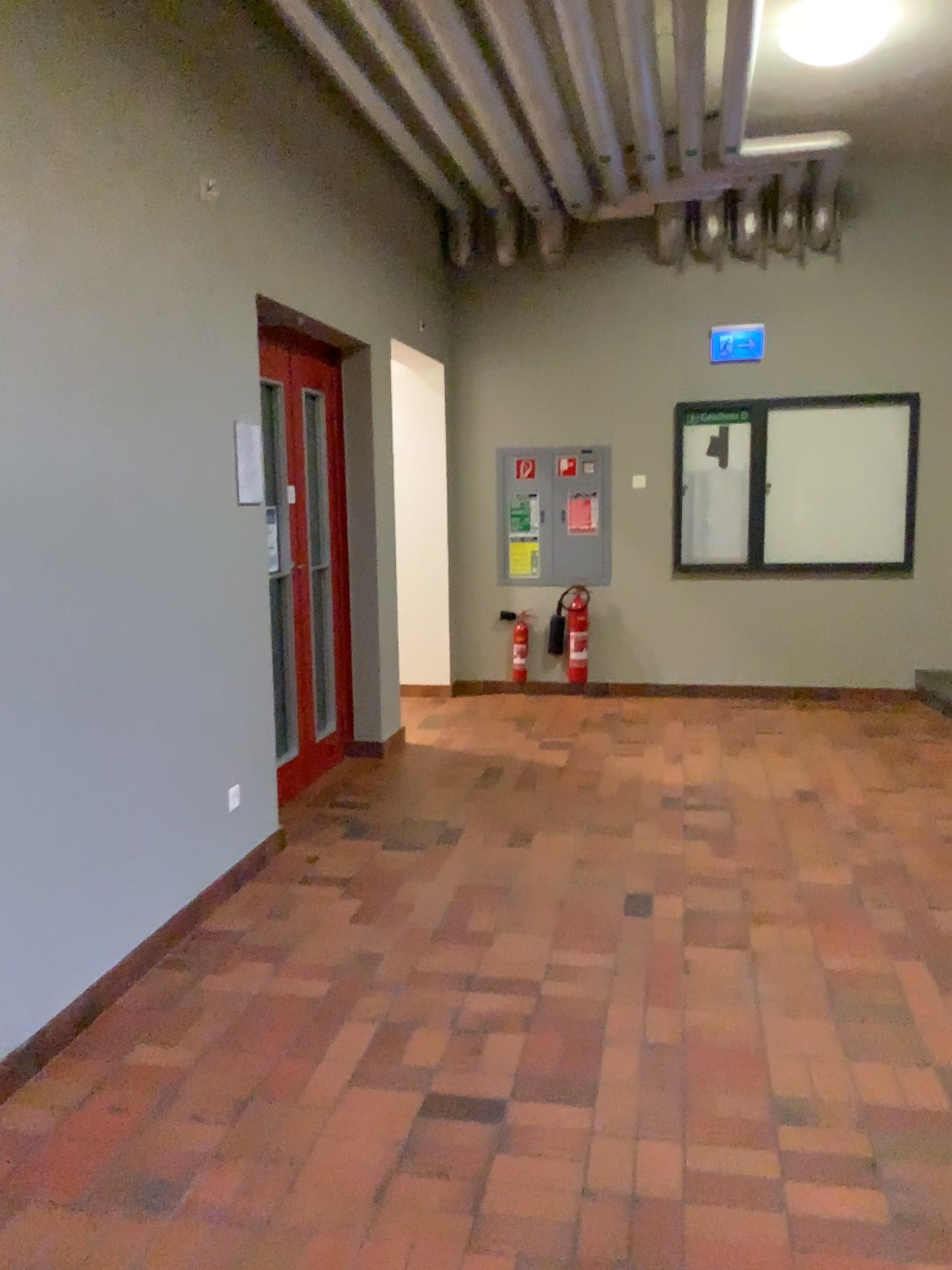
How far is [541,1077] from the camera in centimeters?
257cm
